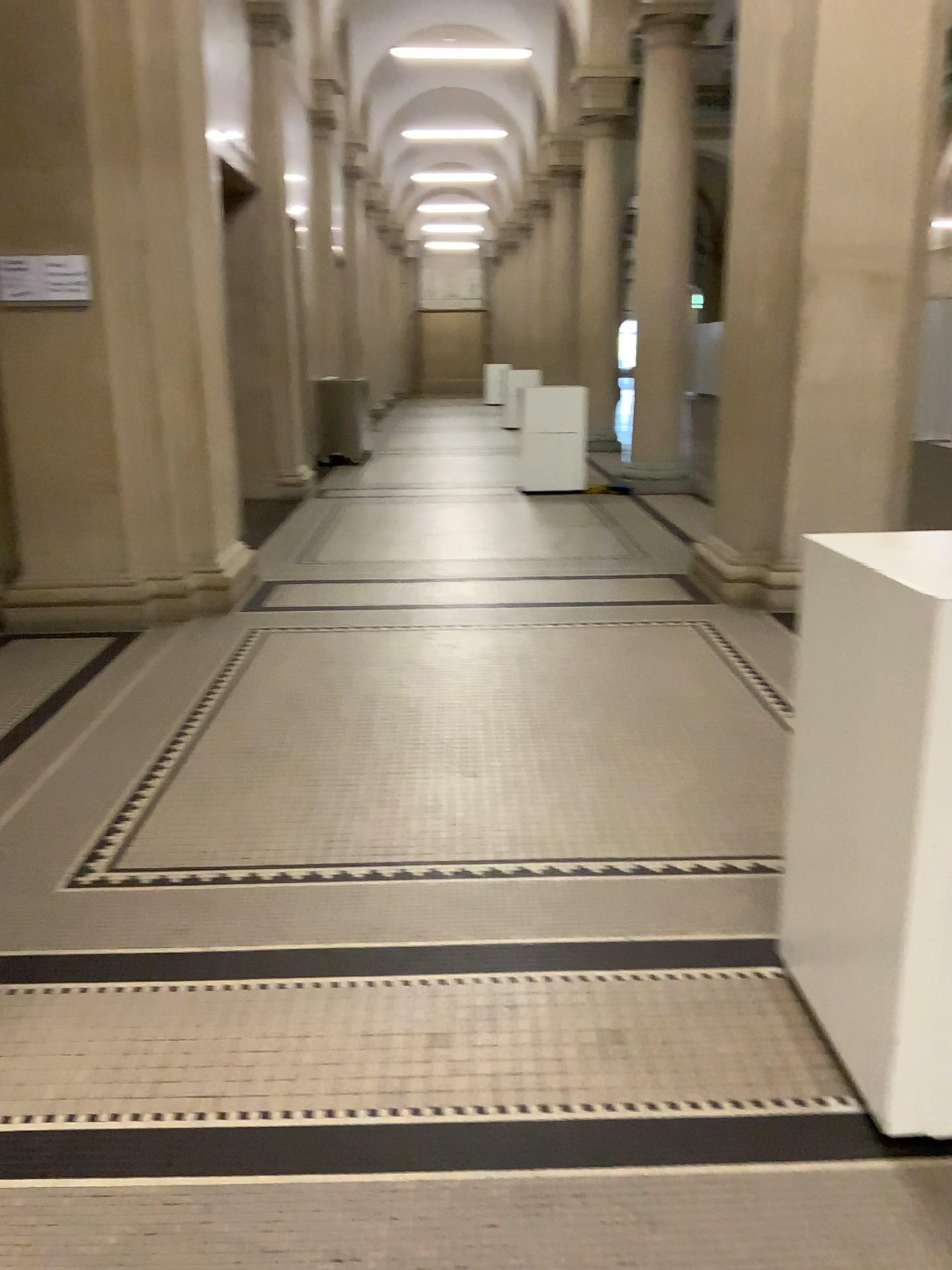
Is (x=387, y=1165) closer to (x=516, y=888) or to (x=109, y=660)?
(x=516, y=888)
